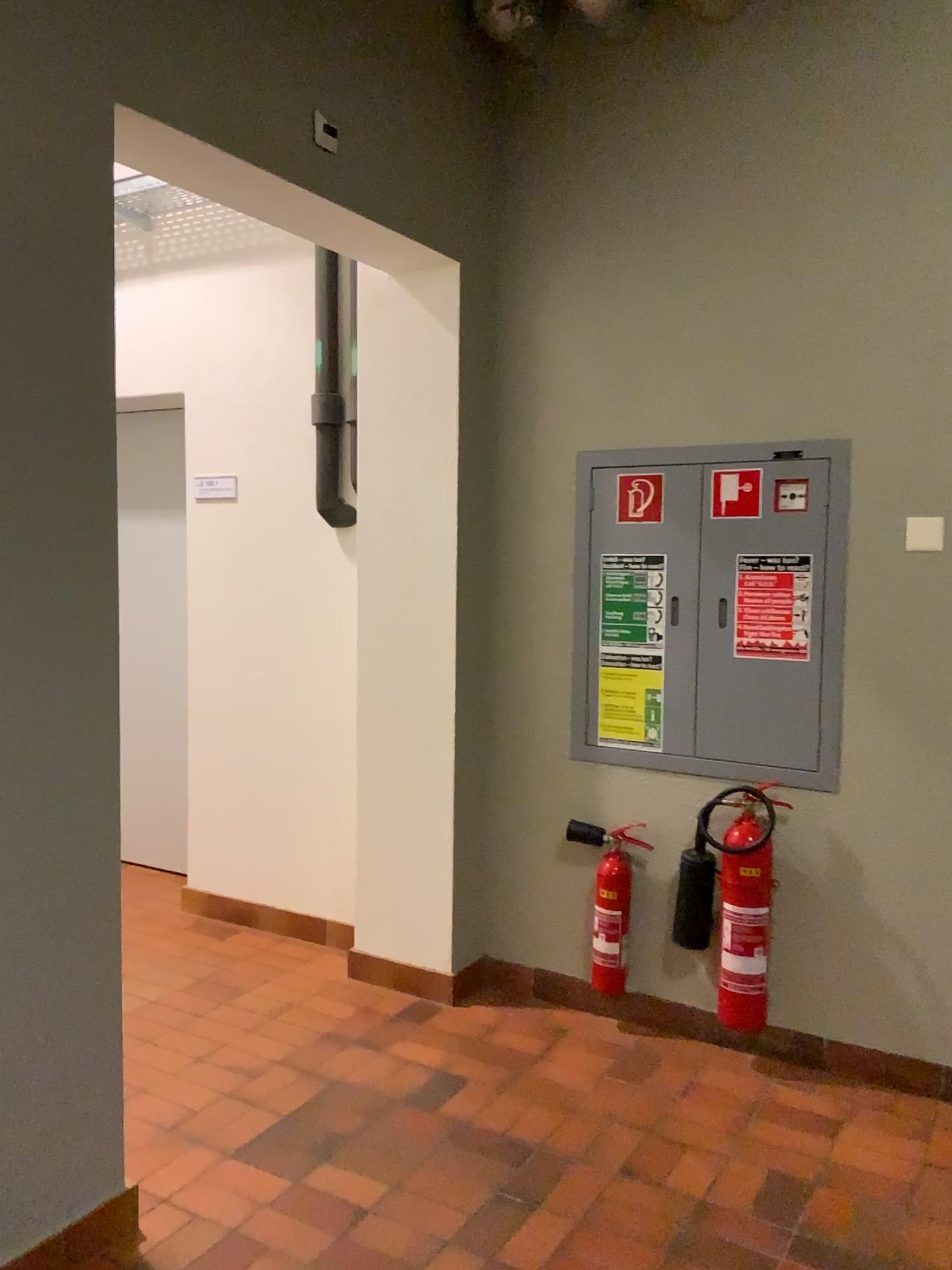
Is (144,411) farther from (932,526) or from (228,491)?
(932,526)

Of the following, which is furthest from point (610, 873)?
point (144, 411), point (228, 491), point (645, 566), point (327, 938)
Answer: point (144, 411)

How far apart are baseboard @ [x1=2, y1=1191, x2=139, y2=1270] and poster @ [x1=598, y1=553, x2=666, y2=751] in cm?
175

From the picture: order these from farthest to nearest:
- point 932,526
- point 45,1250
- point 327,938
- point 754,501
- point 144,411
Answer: point 144,411 < point 327,938 < point 754,501 < point 932,526 < point 45,1250

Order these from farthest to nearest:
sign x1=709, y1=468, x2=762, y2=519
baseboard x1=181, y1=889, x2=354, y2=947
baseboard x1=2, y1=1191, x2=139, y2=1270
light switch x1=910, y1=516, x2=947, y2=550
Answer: baseboard x1=181, y1=889, x2=354, y2=947 < sign x1=709, y1=468, x2=762, y2=519 < light switch x1=910, y1=516, x2=947, y2=550 < baseboard x1=2, y1=1191, x2=139, y2=1270

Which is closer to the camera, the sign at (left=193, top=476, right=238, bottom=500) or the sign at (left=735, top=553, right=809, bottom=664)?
the sign at (left=735, top=553, right=809, bottom=664)

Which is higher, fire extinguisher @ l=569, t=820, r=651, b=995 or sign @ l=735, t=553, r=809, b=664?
sign @ l=735, t=553, r=809, b=664

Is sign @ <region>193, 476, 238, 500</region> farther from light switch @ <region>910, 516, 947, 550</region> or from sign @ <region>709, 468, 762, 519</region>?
light switch @ <region>910, 516, 947, 550</region>

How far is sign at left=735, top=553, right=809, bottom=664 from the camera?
2.91m

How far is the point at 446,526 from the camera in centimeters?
327cm
